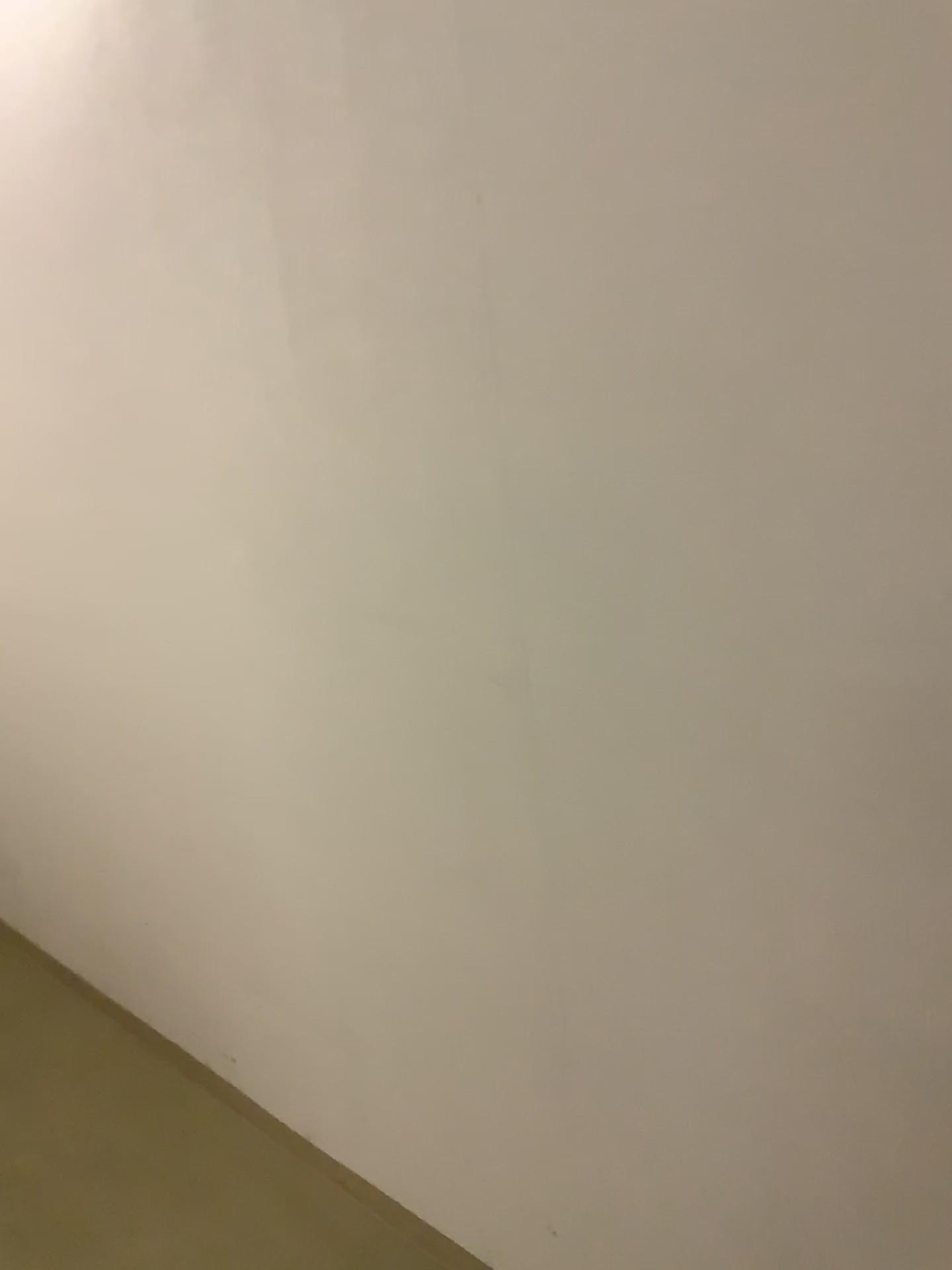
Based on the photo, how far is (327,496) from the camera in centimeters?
150cm
